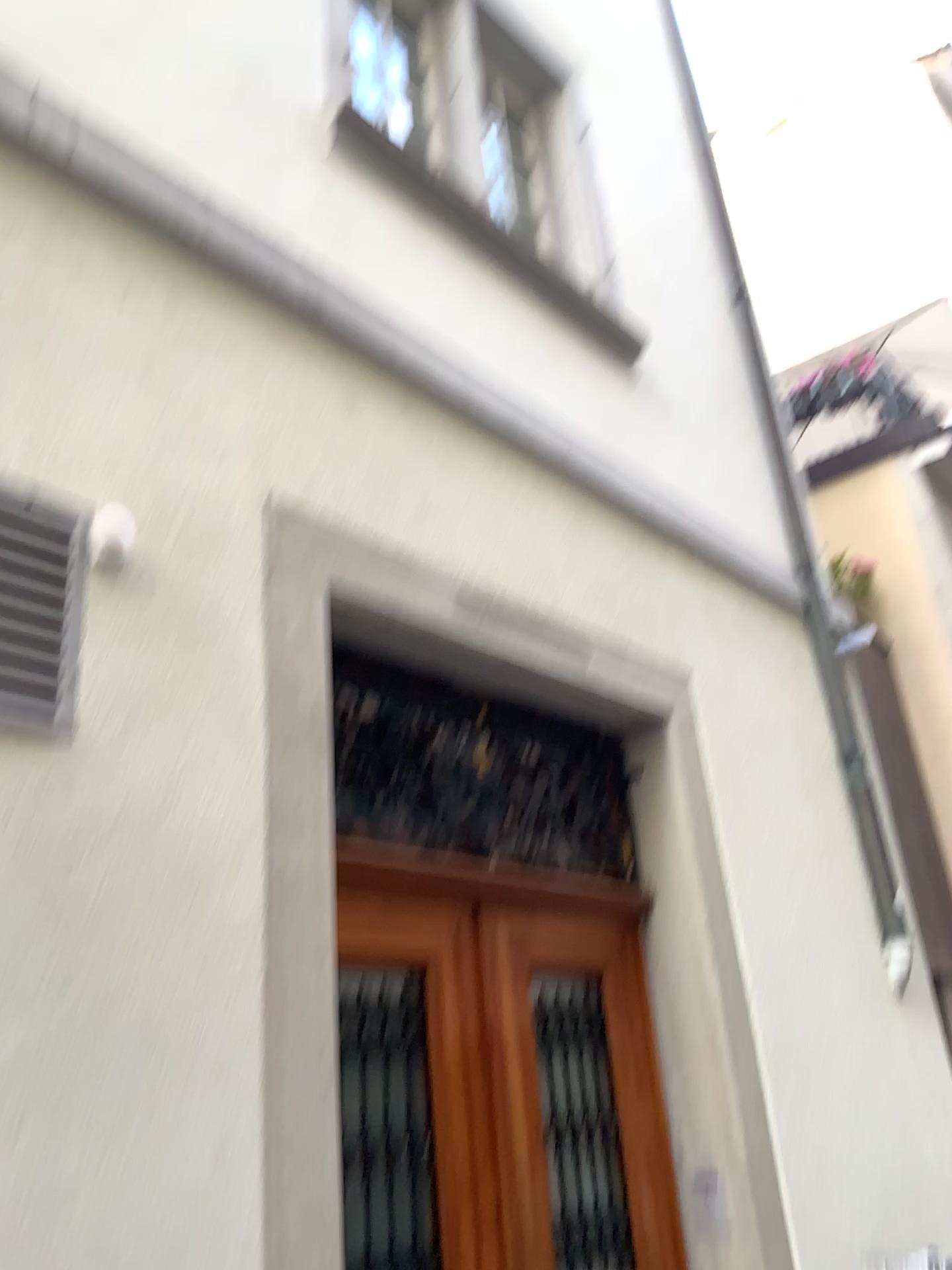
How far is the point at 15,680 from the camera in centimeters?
201cm

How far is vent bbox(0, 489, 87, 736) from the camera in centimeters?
201cm

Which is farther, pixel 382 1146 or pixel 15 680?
pixel 382 1146

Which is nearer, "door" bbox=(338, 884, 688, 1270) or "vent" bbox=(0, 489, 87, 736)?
"vent" bbox=(0, 489, 87, 736)

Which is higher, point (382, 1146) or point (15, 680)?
point (15, 680)

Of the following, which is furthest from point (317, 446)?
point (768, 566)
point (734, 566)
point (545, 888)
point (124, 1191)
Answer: point (768, 566)
